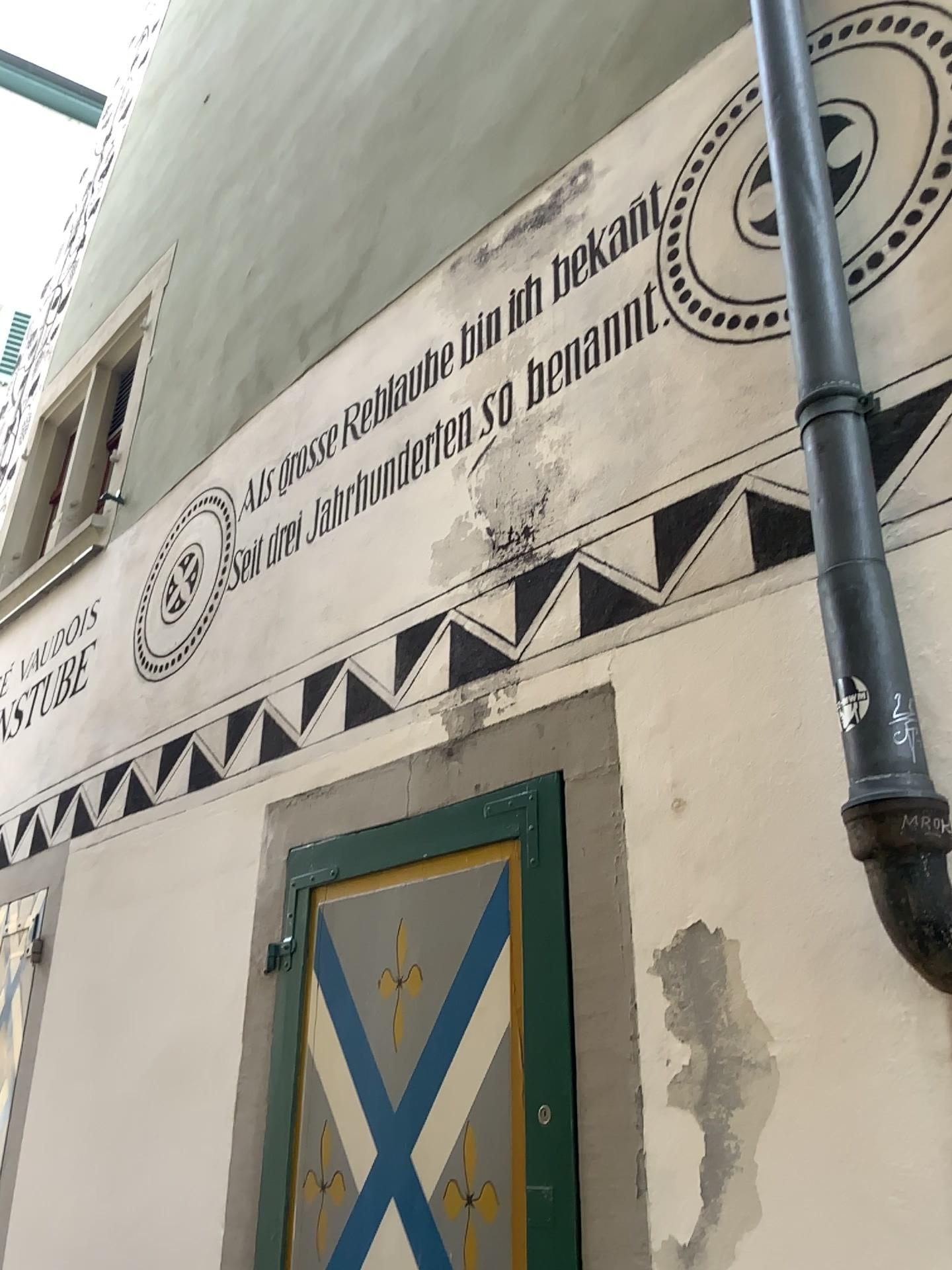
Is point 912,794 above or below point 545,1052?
above

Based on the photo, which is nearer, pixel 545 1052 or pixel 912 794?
pixel 912 794

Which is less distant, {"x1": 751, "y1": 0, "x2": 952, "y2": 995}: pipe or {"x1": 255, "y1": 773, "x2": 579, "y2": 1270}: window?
{"x1": 751, "y1": 0, "x2": 952, "y2": 995}: pipe

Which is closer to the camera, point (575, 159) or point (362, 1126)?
point (362, 1126)
